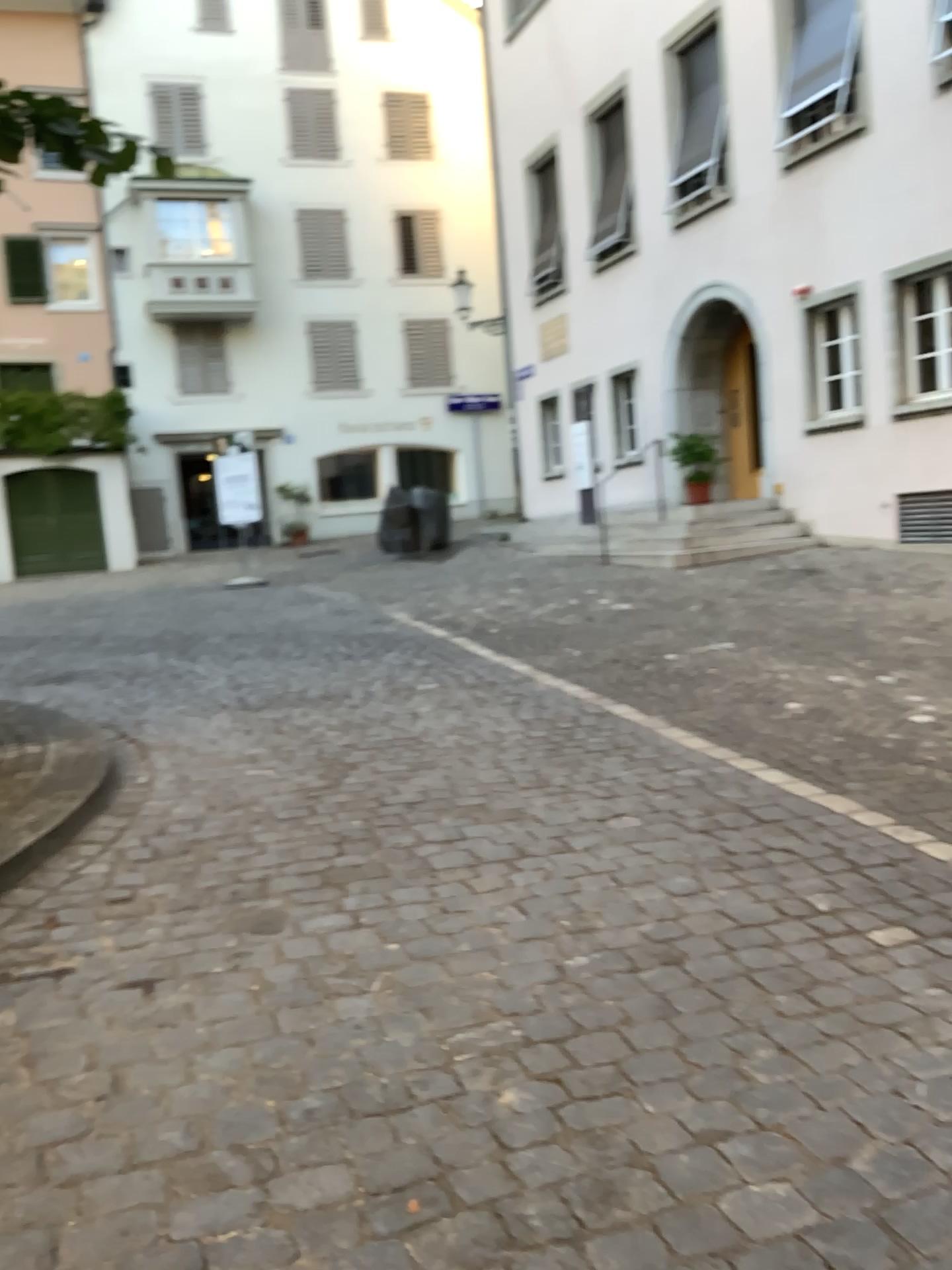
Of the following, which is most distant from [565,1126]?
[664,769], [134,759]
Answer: [134,759]
